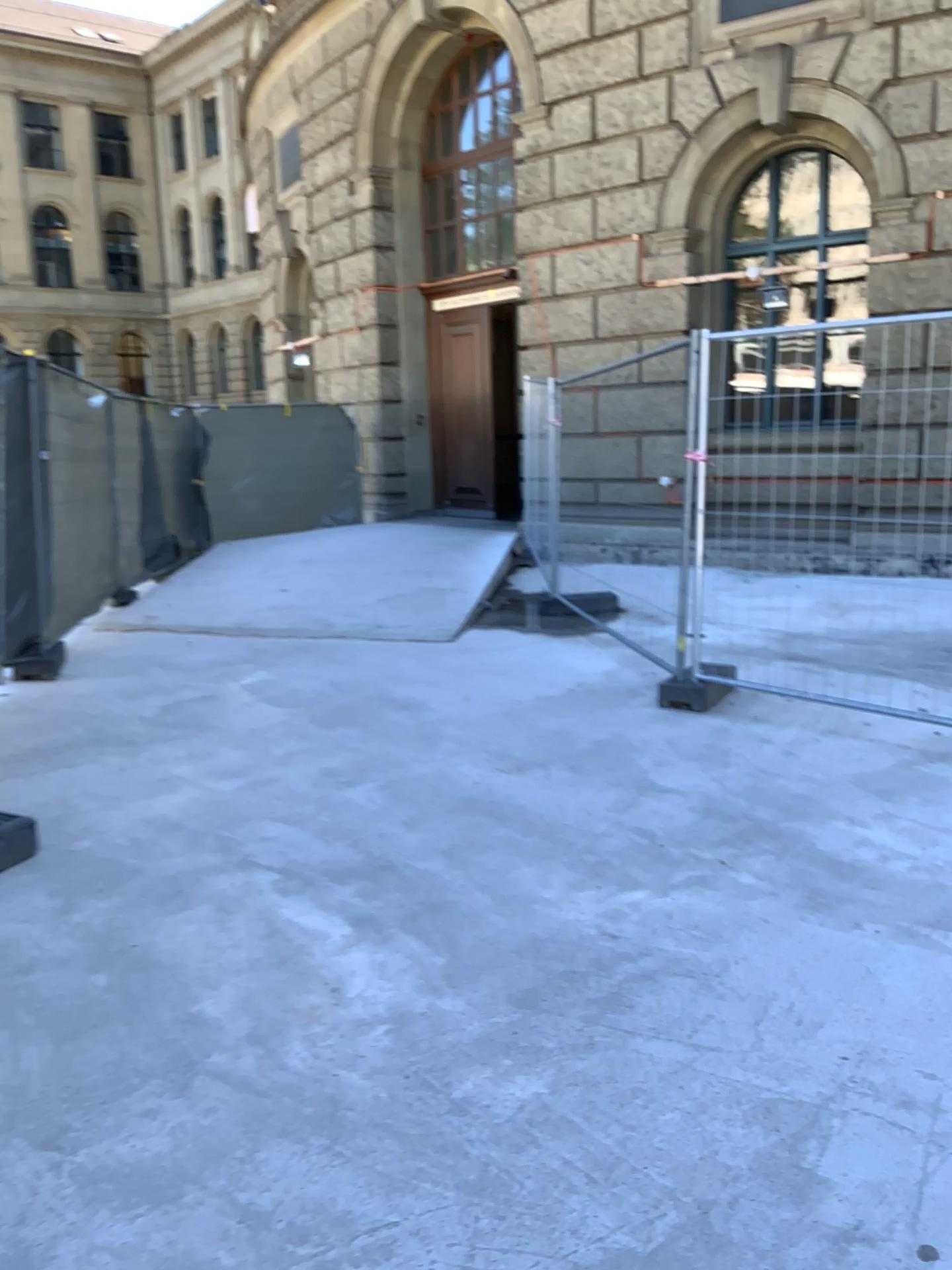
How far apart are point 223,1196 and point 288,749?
2.98m
